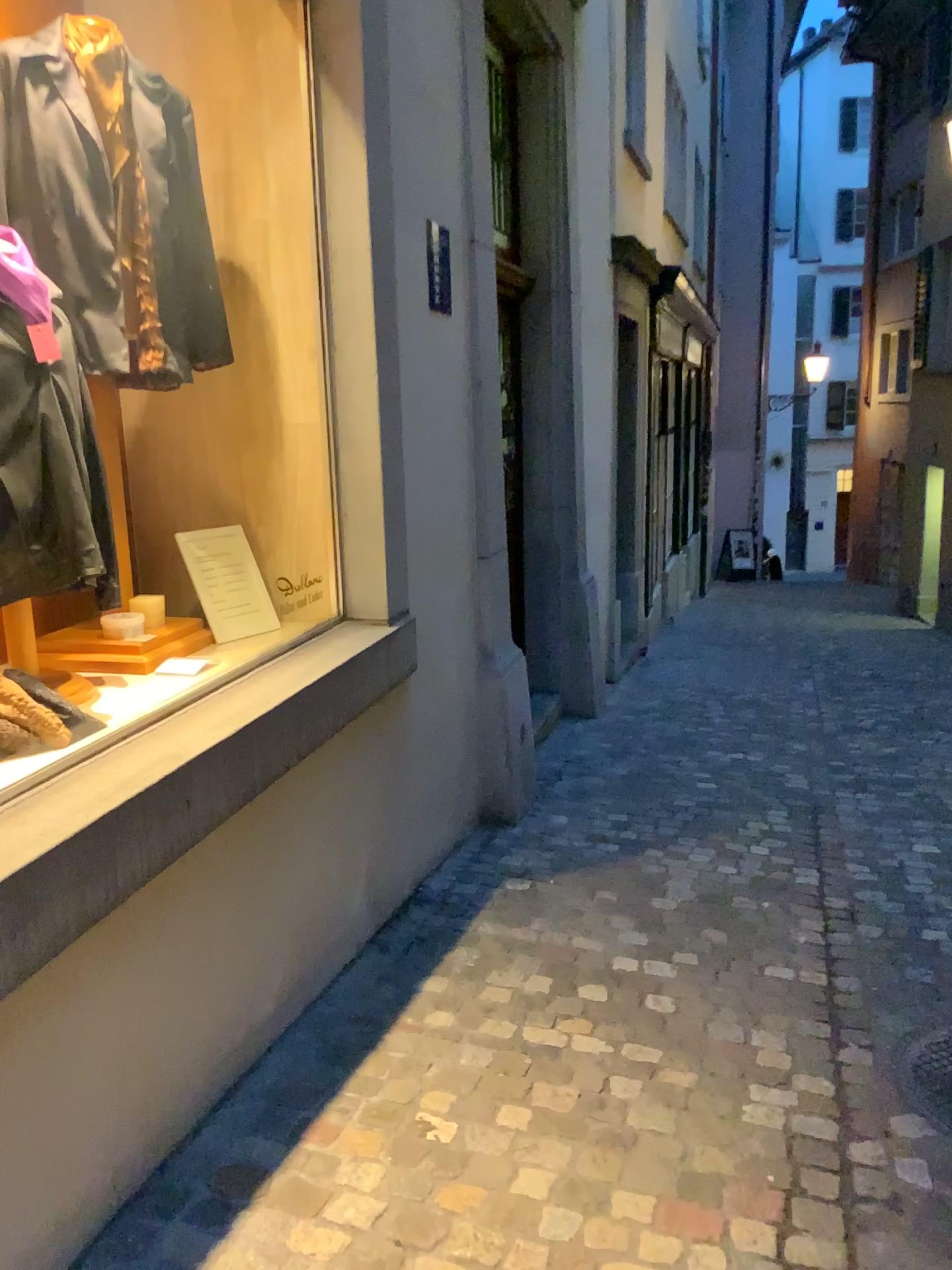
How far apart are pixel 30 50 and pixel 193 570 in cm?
133

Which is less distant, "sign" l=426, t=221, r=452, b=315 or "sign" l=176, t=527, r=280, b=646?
"sign" l=176, t=527, r=280, b=646

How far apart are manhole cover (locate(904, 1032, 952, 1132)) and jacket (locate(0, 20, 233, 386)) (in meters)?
2.51

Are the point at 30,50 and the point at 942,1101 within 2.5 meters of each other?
no

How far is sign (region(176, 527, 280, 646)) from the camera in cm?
298

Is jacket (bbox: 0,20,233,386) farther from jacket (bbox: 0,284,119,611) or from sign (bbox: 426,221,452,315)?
sign (bbox: 426,221,452,315)

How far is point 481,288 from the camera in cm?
380

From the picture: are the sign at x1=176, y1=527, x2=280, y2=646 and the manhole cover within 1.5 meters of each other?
no

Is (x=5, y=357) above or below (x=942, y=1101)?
above

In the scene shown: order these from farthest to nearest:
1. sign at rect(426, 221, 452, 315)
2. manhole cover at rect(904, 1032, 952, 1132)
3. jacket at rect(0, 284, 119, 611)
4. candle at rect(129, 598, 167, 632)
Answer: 1. sign at rect(426, 221, 452, 315)
2. candle at rect(129, 598, 167, 632)
3. manhole cover at rect(904, 1032, 952, 1132)
4. jacket at rect(0, 284, 119, 611)
